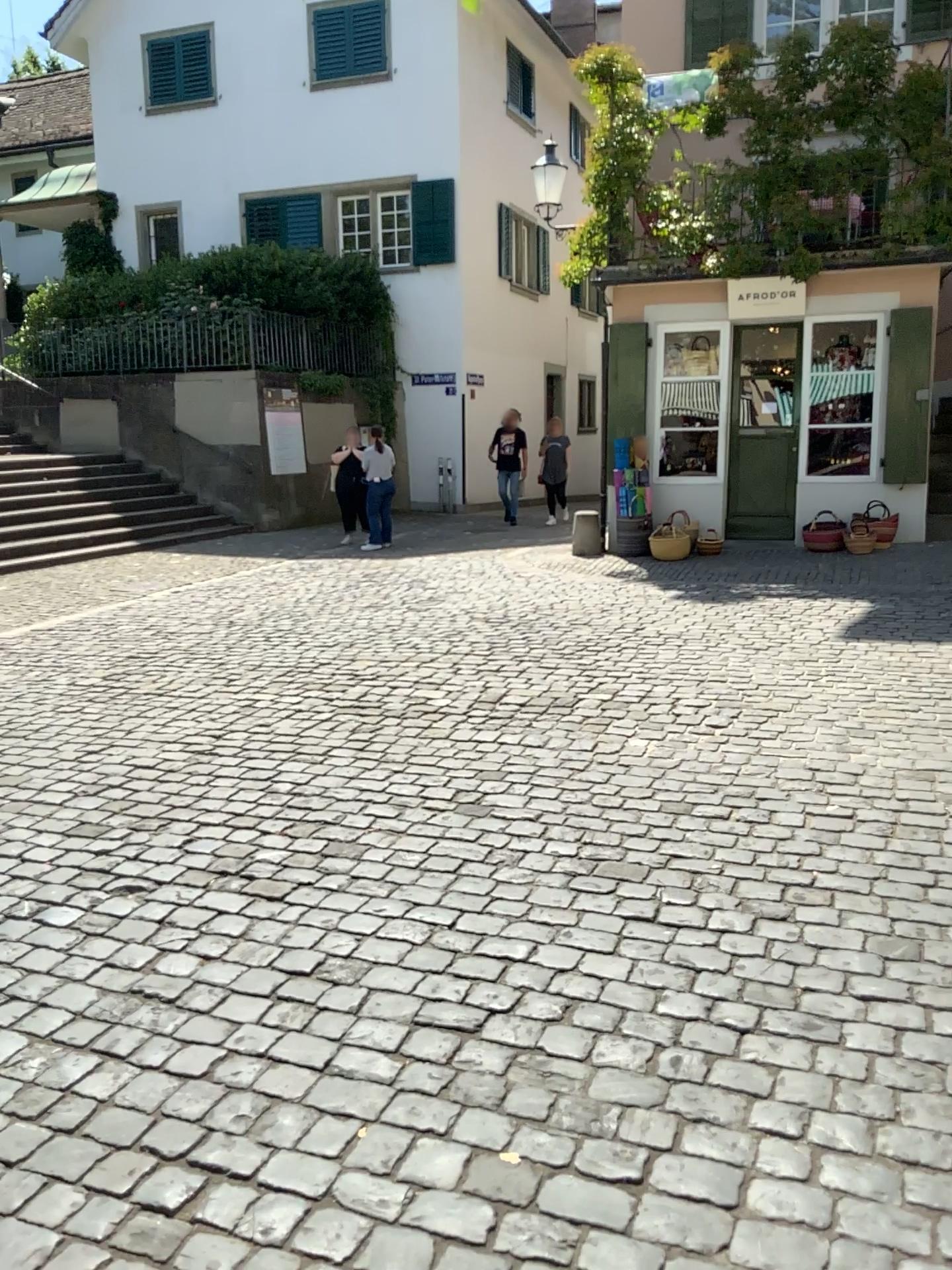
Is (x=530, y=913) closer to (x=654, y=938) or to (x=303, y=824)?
(x=654, y=938)
